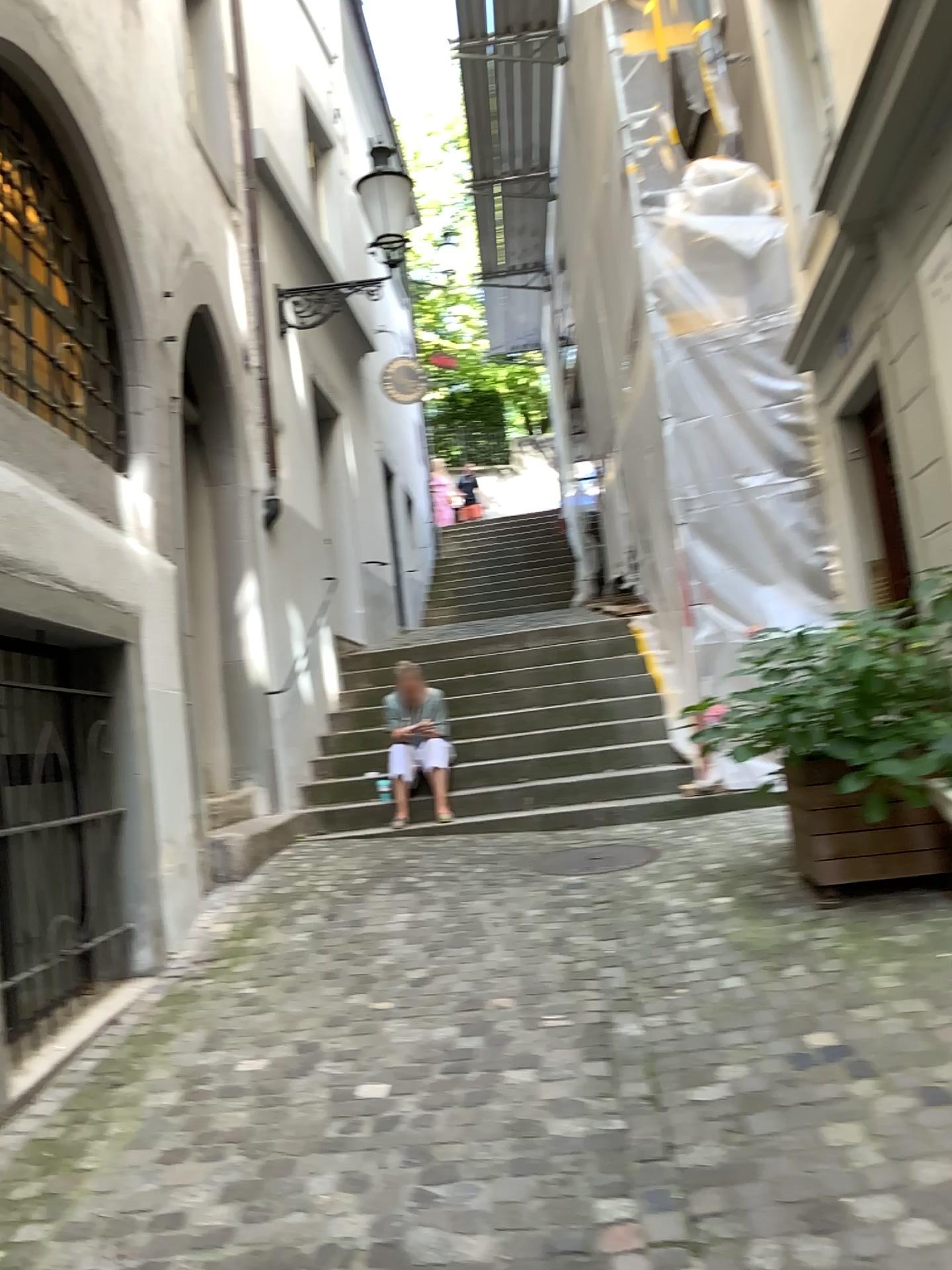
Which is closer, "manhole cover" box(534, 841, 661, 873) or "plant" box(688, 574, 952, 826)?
"plant" box(688, 574, 952, 826)

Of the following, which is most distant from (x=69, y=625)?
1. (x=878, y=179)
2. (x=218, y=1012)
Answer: (x=878, y=179)

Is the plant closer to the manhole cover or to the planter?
the planter

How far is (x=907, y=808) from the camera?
4.0m

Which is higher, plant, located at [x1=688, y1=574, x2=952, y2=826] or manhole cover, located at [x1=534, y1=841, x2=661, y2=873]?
plant, located at [x1=688, y1=574, x2=952, y2=826]

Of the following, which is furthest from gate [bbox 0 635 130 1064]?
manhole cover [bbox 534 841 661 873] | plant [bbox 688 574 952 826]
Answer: plant [bbox 688 574 952 826]

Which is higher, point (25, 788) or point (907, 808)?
point (25, 788)

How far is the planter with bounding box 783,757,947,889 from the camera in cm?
398

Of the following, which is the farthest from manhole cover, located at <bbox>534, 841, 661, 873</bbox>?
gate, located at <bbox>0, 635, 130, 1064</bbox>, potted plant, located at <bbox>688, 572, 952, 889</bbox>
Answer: gate, located at <bbox>0, 635, 130, 1064</bbox>

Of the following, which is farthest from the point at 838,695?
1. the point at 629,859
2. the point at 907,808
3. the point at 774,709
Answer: the point at 629,859
